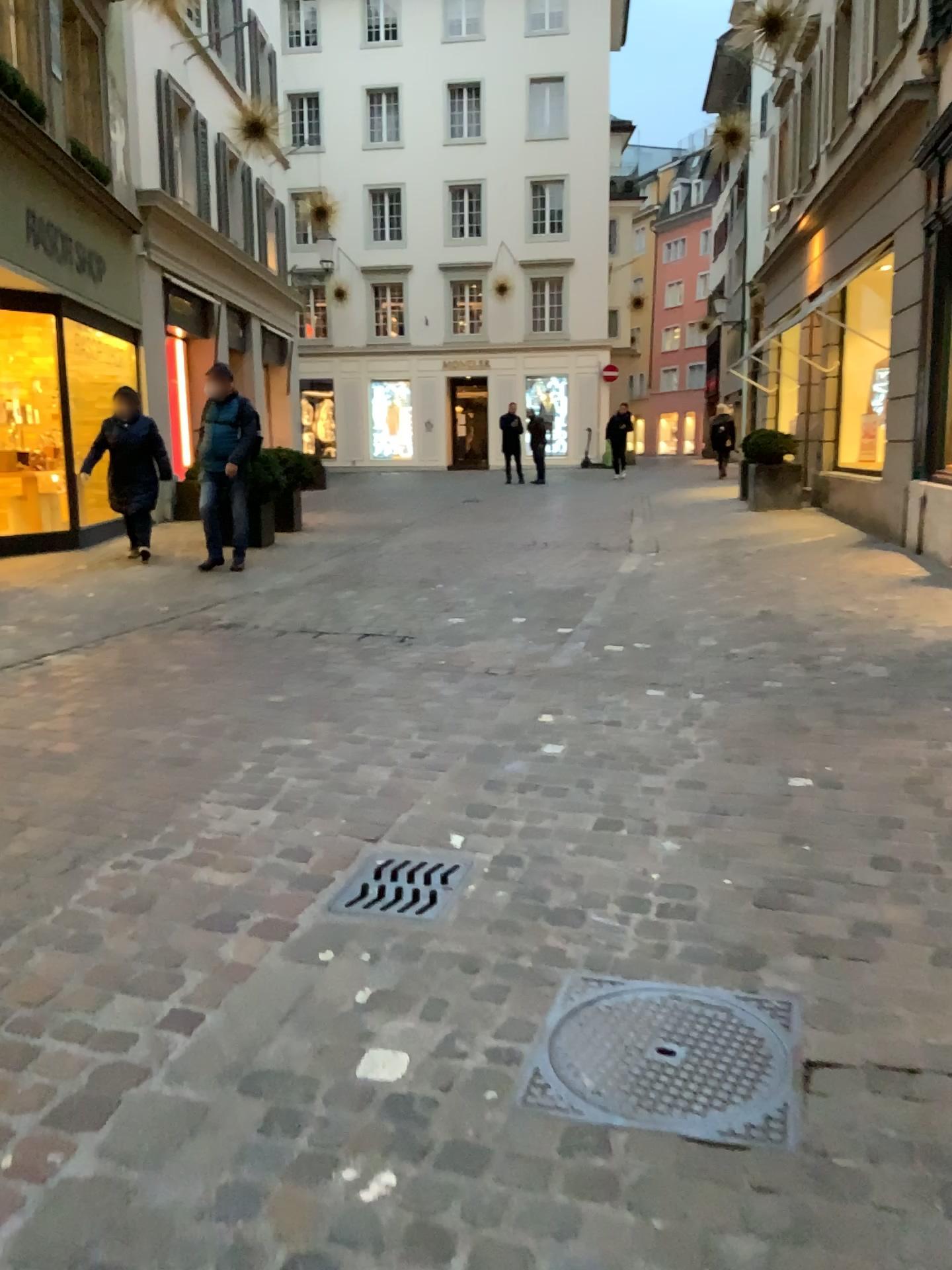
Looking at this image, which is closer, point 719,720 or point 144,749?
point 144,749

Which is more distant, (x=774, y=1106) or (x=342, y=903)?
(x=342, y=903)

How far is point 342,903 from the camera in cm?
273

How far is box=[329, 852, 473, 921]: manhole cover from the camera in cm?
273

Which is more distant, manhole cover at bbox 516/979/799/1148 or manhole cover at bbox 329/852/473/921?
manhole cover at bbox 329/852/473/921
